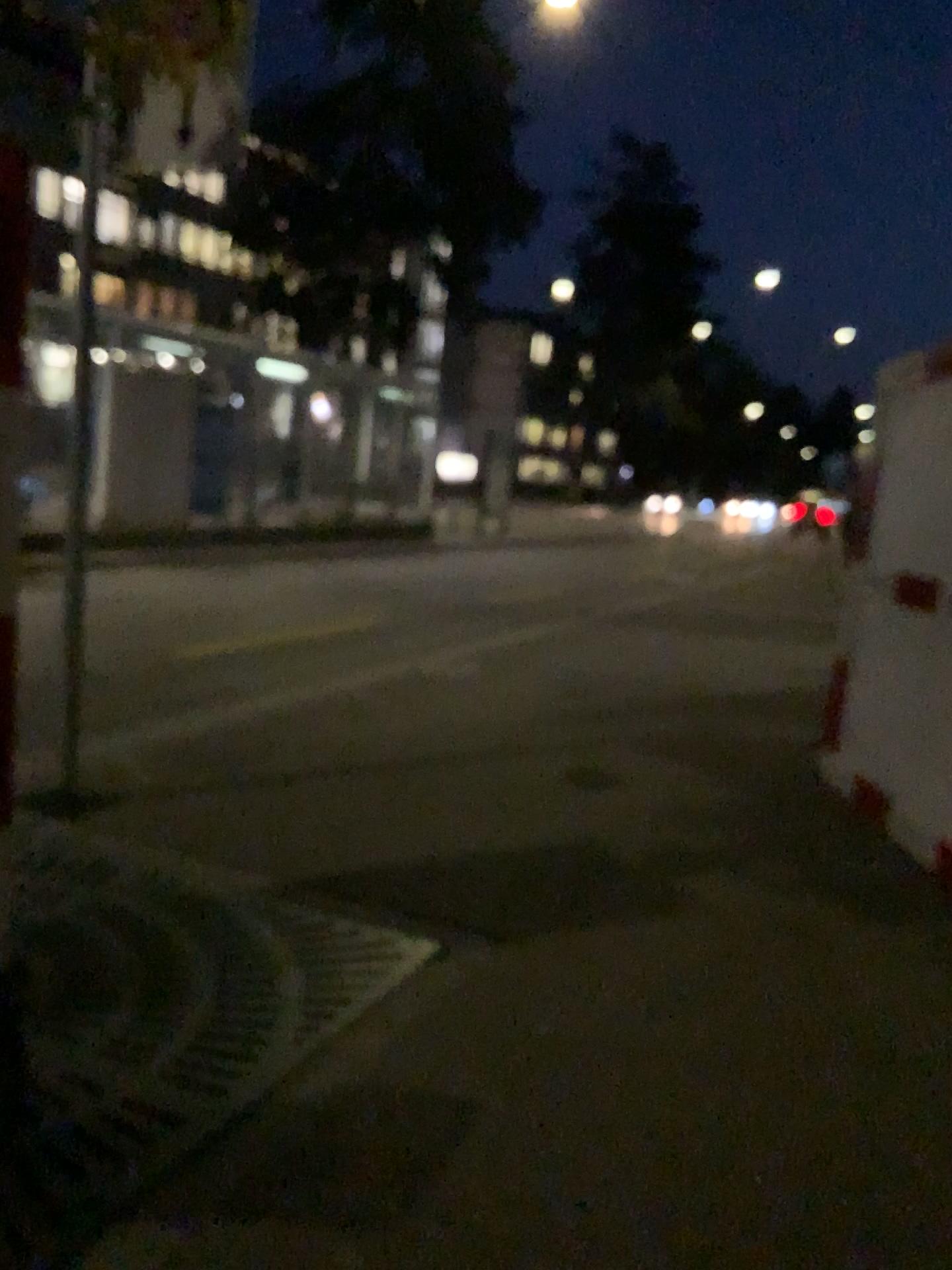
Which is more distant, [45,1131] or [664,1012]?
[664,1012]
